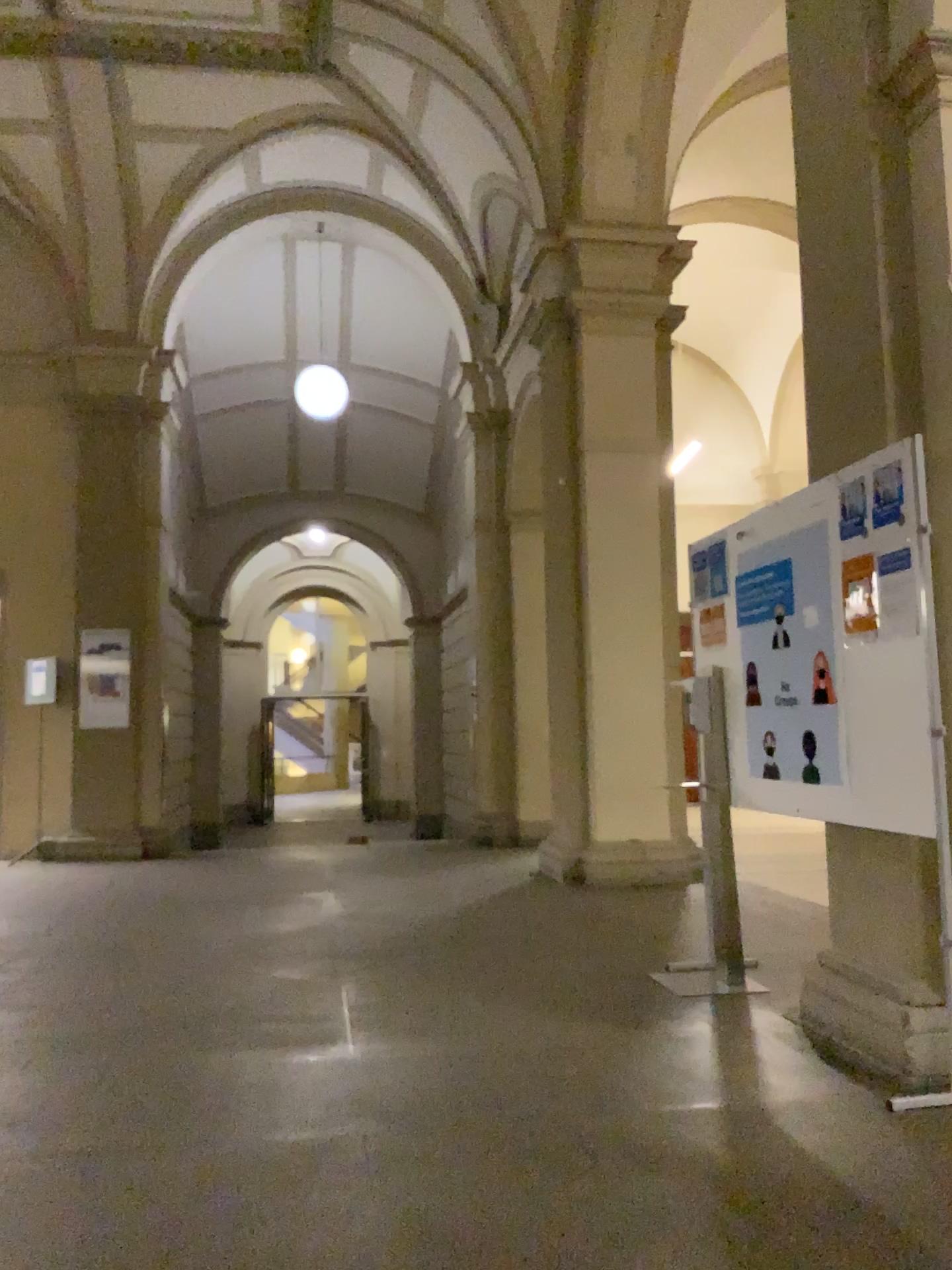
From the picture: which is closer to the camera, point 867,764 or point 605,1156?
point 605,1156

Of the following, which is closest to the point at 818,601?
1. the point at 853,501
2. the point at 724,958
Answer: → the point at 853,501

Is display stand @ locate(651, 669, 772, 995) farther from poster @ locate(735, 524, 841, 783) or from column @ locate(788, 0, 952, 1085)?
column @ locate(788, 0, 952, 1085)

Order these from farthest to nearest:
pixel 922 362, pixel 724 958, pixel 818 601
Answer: pixel 724 958 → pixel 818 601 → pixel 922 362

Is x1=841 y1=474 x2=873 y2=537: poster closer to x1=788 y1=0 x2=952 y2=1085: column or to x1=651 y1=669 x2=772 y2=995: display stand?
x1=788 y1=0 x2=952 y2=1085: column

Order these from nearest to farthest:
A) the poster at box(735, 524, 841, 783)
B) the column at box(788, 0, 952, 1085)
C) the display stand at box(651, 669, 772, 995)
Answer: the column at box(788, 0, 952, 1085), the poster at box(735, 524, 841, 783), the display stand at box(651, 669, 772, 995)

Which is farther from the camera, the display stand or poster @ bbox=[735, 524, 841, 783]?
the display stand

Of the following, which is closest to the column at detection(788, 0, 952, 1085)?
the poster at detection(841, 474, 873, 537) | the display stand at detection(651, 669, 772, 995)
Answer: the poster at detection(841, 474, 873, 537)

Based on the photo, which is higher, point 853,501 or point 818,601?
point 853,501

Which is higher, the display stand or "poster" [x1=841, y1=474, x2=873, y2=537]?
"poster" [x1=841, y1=474, x2=873, y2=537]
